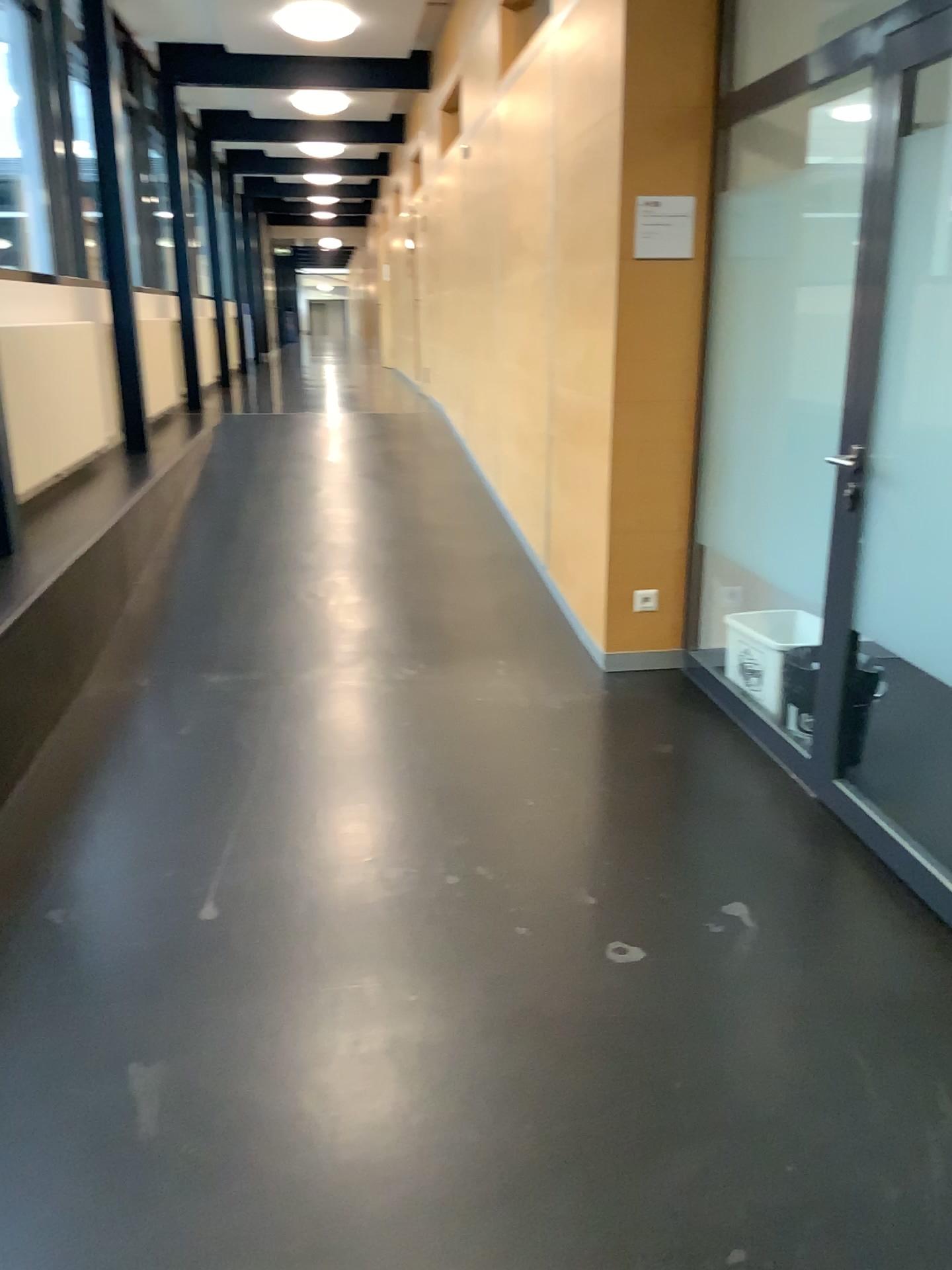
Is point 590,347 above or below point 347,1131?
above

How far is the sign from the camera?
3.73m

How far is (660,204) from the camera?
3.7m
